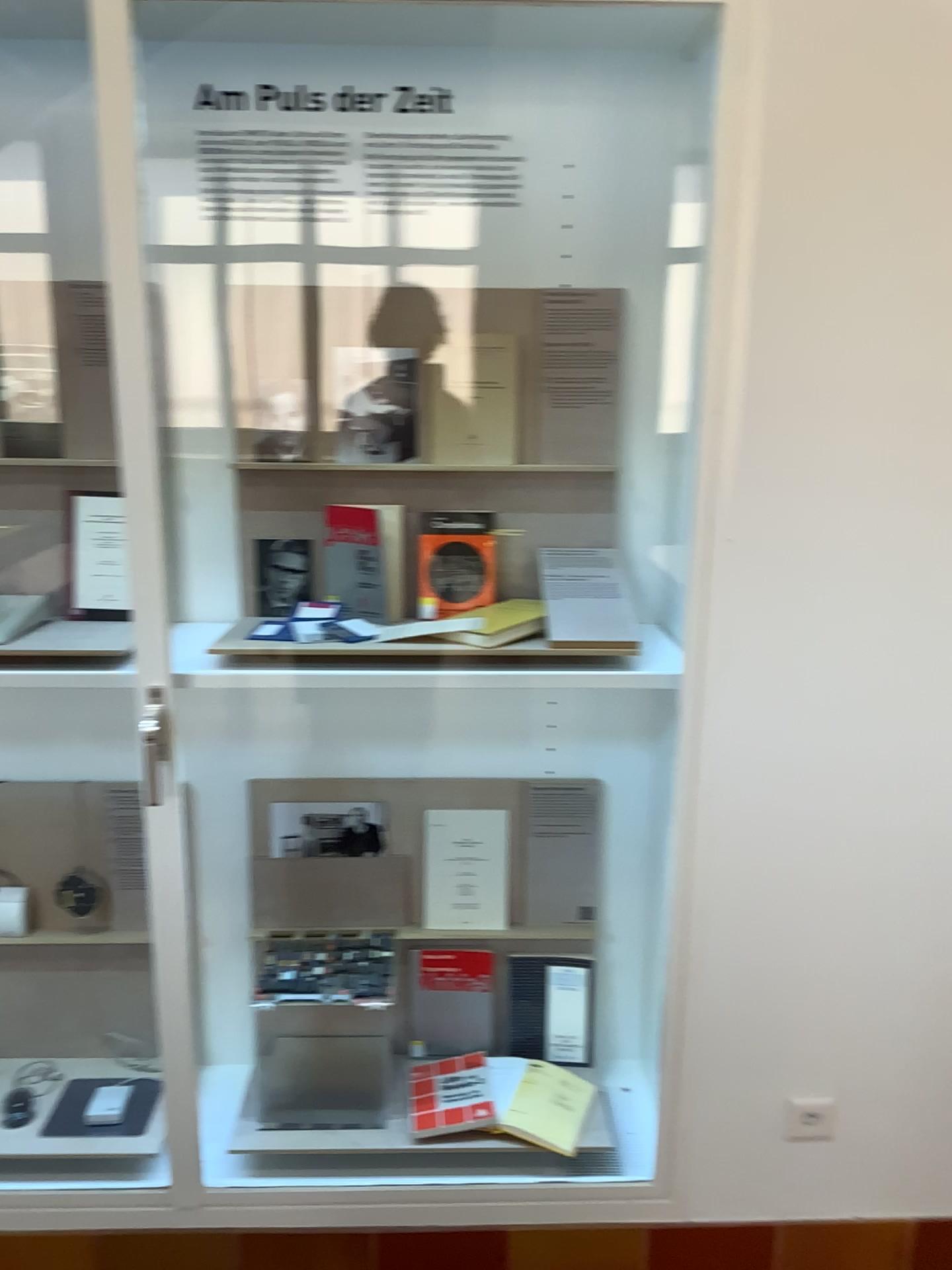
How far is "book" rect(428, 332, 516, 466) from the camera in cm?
192

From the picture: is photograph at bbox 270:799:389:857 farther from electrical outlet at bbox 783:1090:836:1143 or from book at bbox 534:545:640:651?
electrical outlet at bbox 783:1090:836:1143

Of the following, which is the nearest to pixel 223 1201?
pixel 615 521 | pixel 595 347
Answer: pixel 615 521

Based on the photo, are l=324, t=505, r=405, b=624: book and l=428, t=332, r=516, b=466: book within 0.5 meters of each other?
yes

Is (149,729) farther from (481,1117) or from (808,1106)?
(808,1106)

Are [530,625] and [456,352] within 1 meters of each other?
yes

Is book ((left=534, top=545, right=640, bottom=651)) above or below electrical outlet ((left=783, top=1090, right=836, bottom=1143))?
above

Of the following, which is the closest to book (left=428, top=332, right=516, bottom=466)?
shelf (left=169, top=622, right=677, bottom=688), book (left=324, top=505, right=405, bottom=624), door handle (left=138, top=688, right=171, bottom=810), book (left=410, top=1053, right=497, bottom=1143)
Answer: book (left=324, top=505, right=405, bottom=624)

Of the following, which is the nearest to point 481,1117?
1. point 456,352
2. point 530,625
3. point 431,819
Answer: point 431,819

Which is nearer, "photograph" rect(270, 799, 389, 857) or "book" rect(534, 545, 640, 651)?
"book" rect(534, 545, 640, 651)
